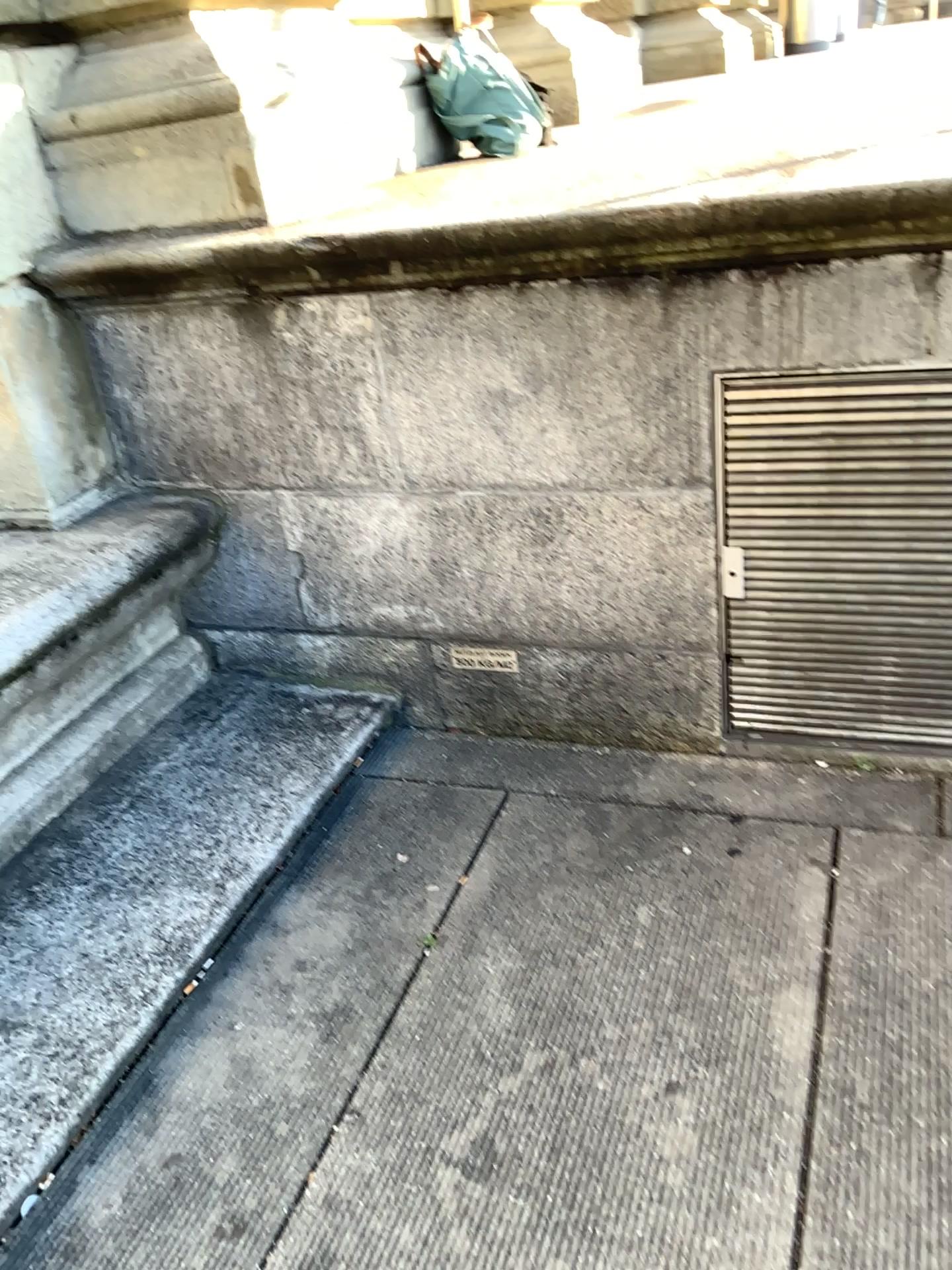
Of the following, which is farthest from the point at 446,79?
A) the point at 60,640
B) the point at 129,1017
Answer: the point at 129,1017

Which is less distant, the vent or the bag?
the vent

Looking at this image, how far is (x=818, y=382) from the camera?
2.04m

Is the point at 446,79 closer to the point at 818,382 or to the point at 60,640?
the point at 818,382

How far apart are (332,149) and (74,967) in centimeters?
189cm

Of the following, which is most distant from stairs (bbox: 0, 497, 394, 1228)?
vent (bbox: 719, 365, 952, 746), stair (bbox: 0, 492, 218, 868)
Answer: vent (bbox: 719, 365, 952, 746)

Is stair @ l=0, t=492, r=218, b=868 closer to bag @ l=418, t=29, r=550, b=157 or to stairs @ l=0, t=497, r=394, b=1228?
stairs @ l=0, t=497, r=394, b=1228

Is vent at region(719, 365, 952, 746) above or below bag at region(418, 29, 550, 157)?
below

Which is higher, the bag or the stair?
the bag

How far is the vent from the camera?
2.0 meters
